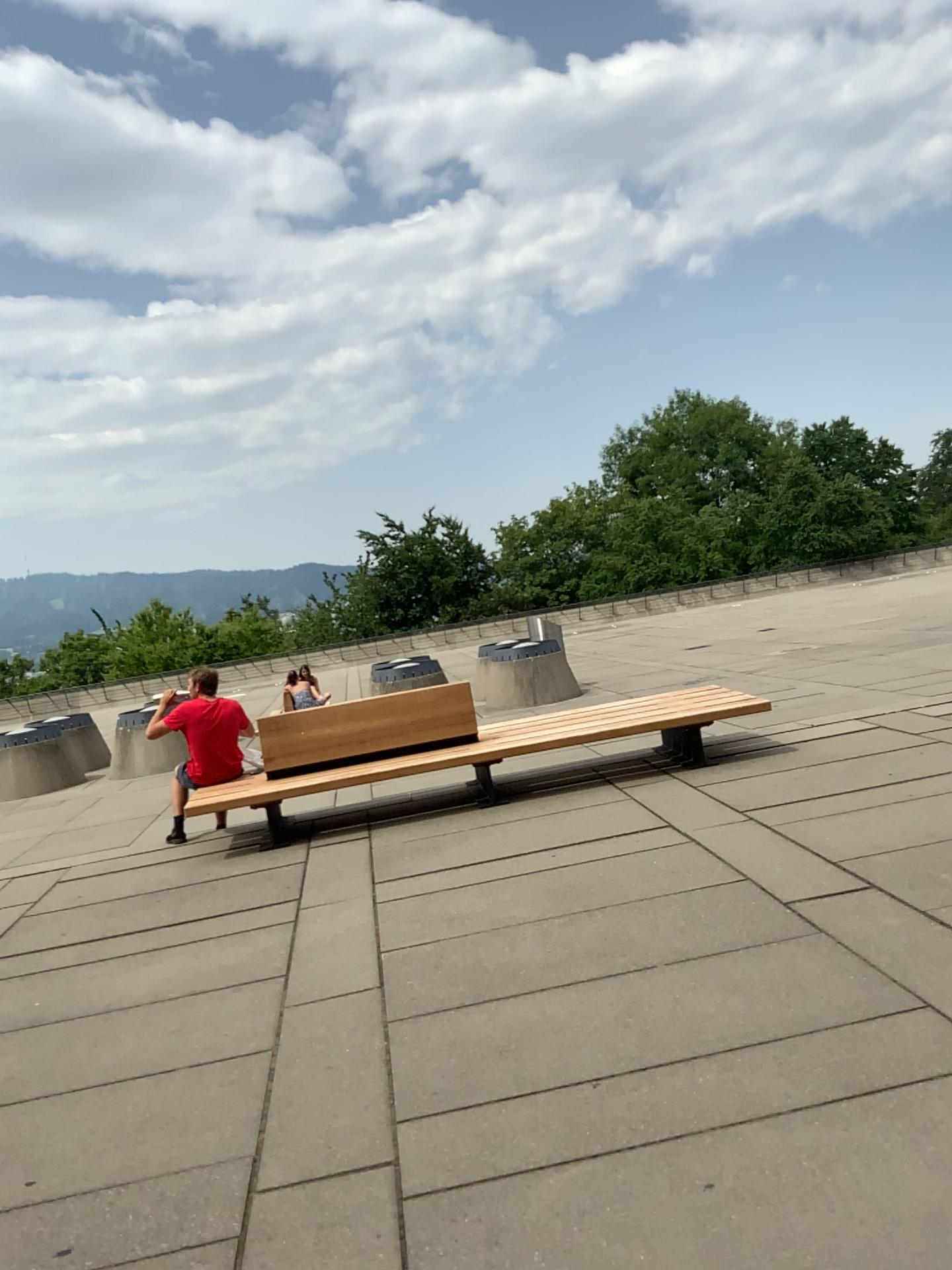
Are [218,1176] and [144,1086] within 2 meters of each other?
yes
